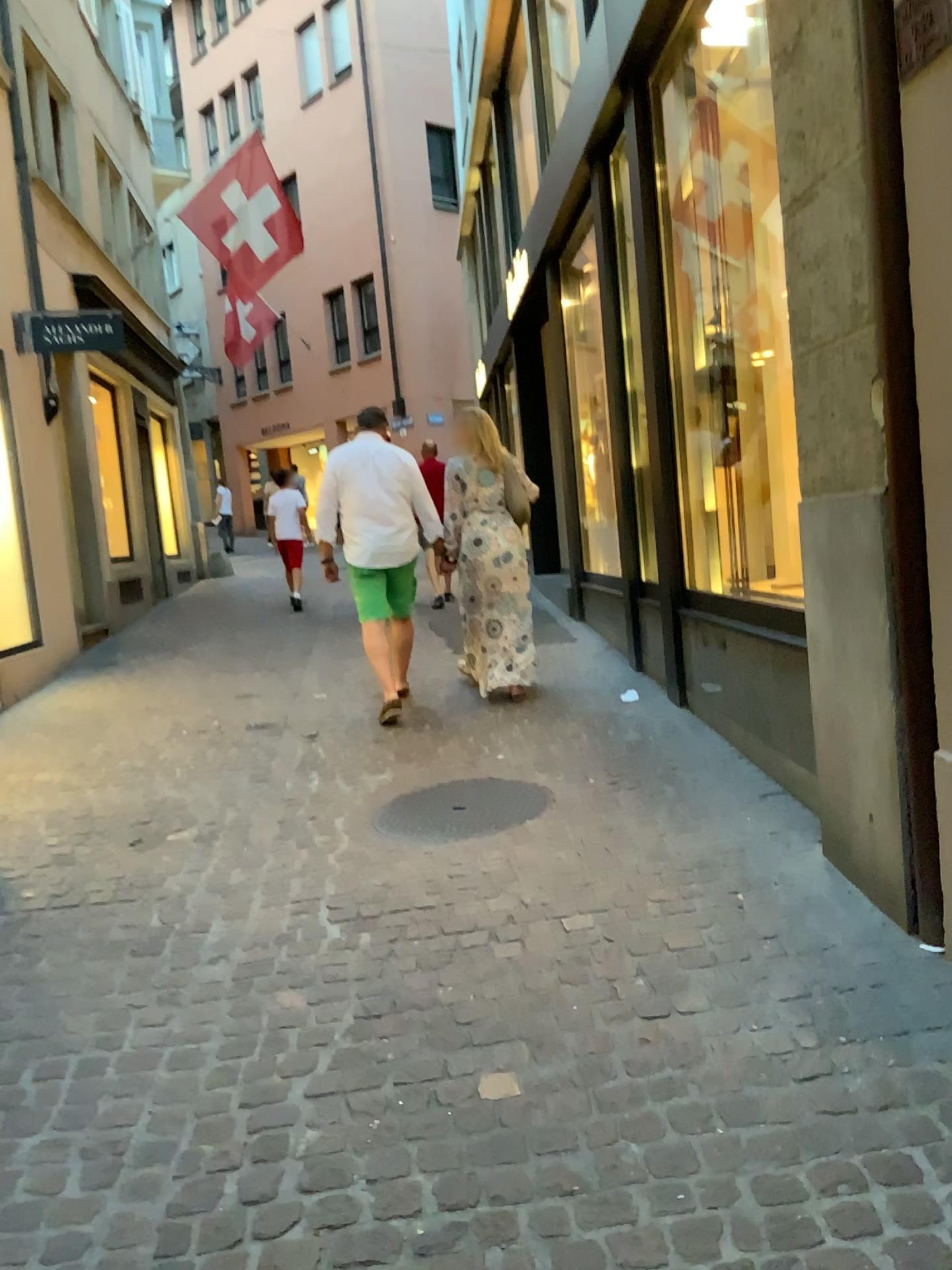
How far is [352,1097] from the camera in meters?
2.3
